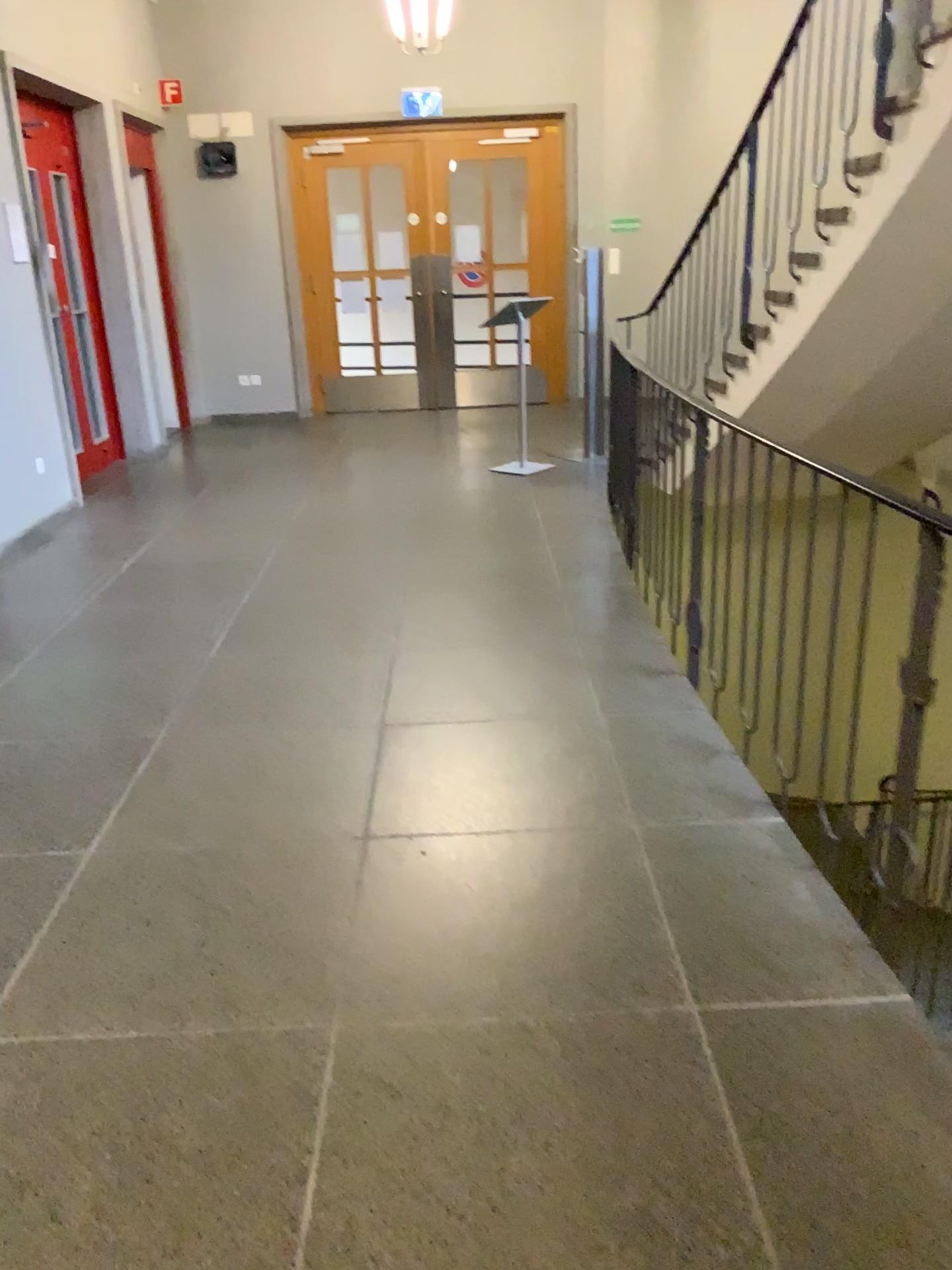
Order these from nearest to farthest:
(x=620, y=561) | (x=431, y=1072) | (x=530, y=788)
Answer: (x=431, y=1072) → (x=530, y=788) → (x=620, y=561)
